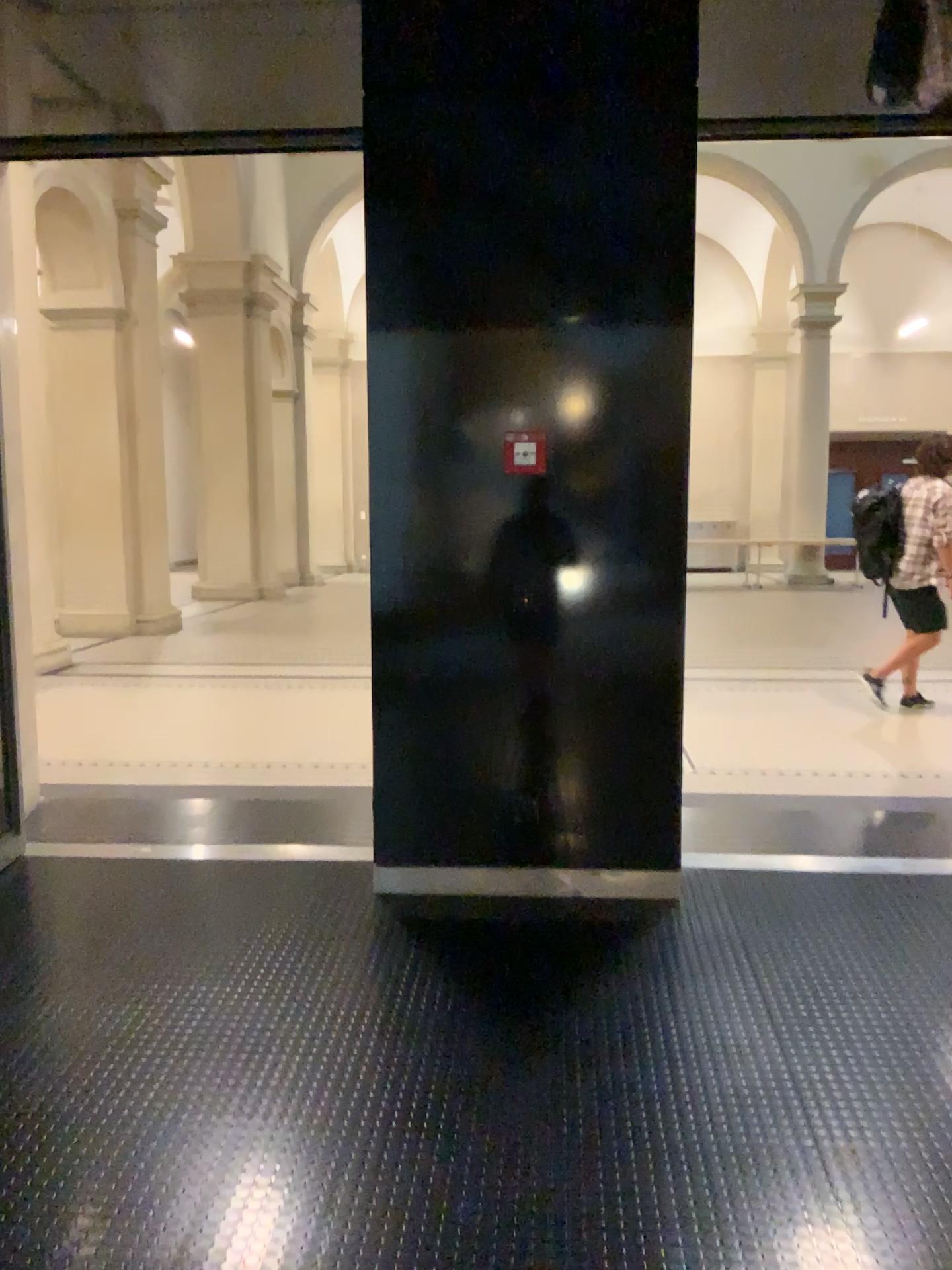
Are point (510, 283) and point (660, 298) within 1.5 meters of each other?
yes
